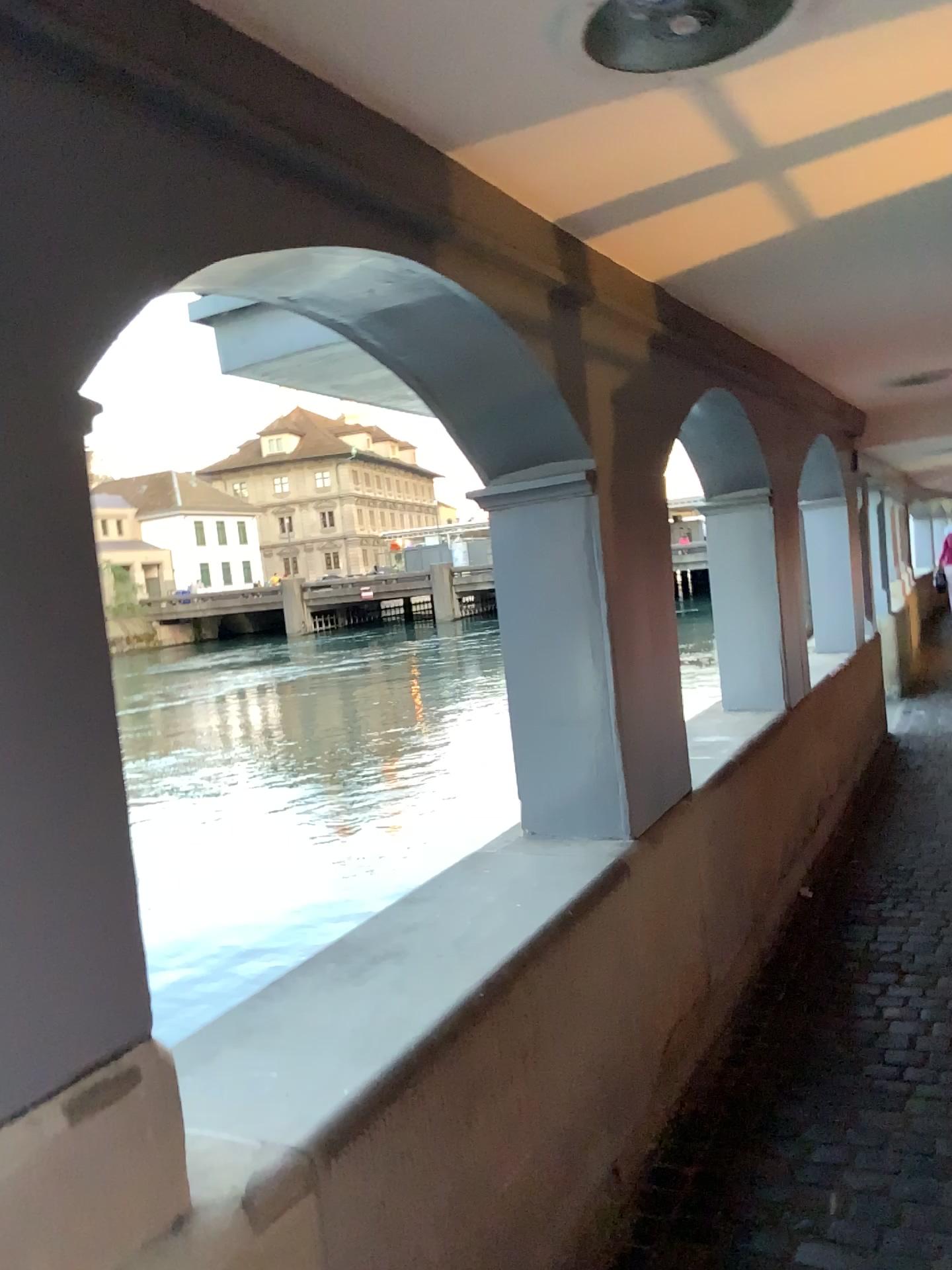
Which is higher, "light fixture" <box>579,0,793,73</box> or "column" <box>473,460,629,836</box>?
"light fixture" <box>579,0,793,73</box>

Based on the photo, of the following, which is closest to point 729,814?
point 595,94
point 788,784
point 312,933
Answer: point 788,784

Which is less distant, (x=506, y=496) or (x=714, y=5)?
(x=714, y=5)

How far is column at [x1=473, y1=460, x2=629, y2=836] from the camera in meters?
2.7 m

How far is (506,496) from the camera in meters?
2.7

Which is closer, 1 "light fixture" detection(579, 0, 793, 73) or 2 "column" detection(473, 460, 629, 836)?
1 "light fixture" detection(579, 0, 793, 73)

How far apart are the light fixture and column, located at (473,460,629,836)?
1.13m

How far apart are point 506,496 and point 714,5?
1.3 meters

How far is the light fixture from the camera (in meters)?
1.56
